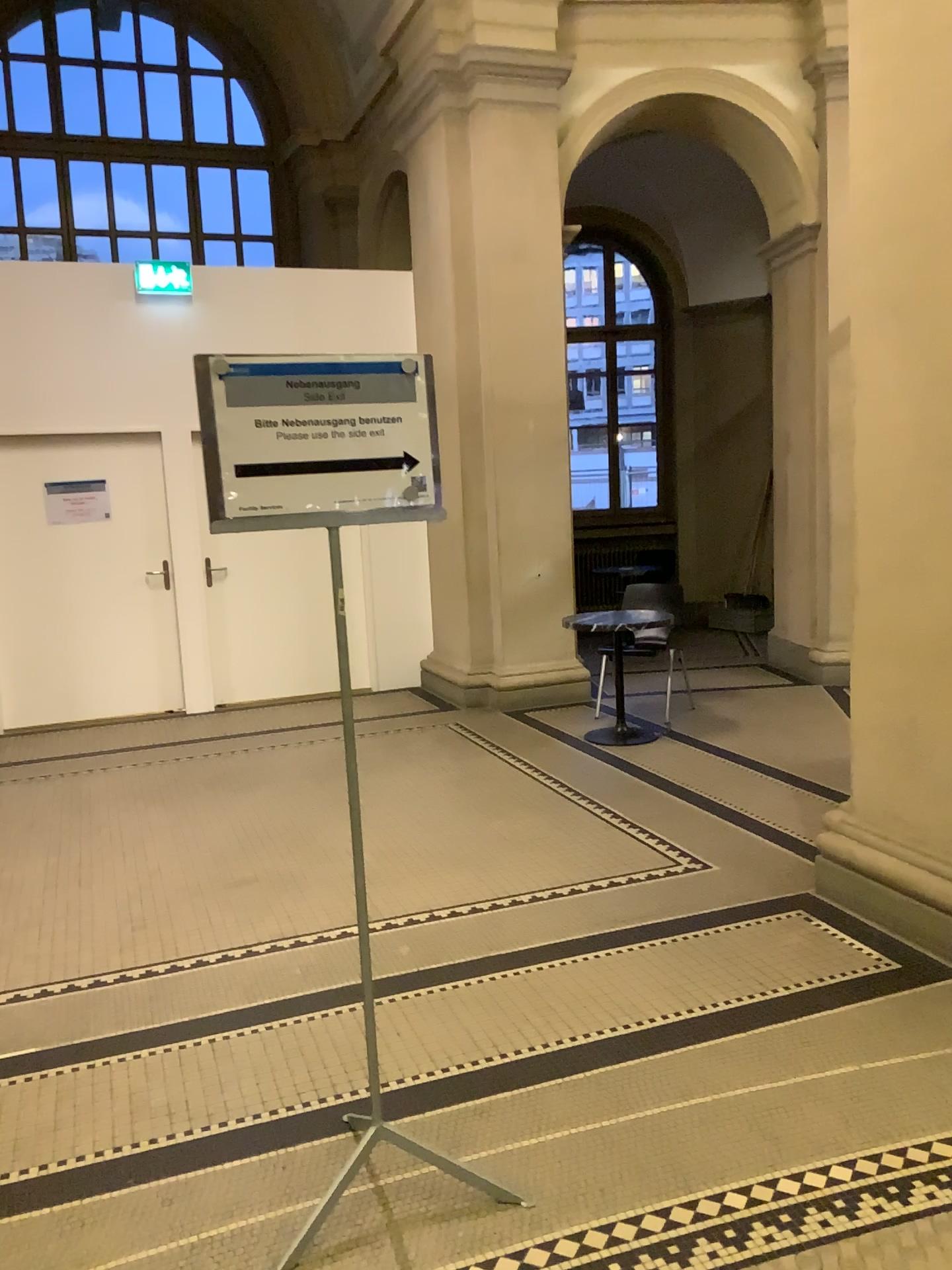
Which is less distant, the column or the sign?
the sign

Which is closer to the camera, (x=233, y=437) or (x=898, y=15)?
(x=233, y=437)

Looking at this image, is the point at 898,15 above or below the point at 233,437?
above

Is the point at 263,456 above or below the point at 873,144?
below
